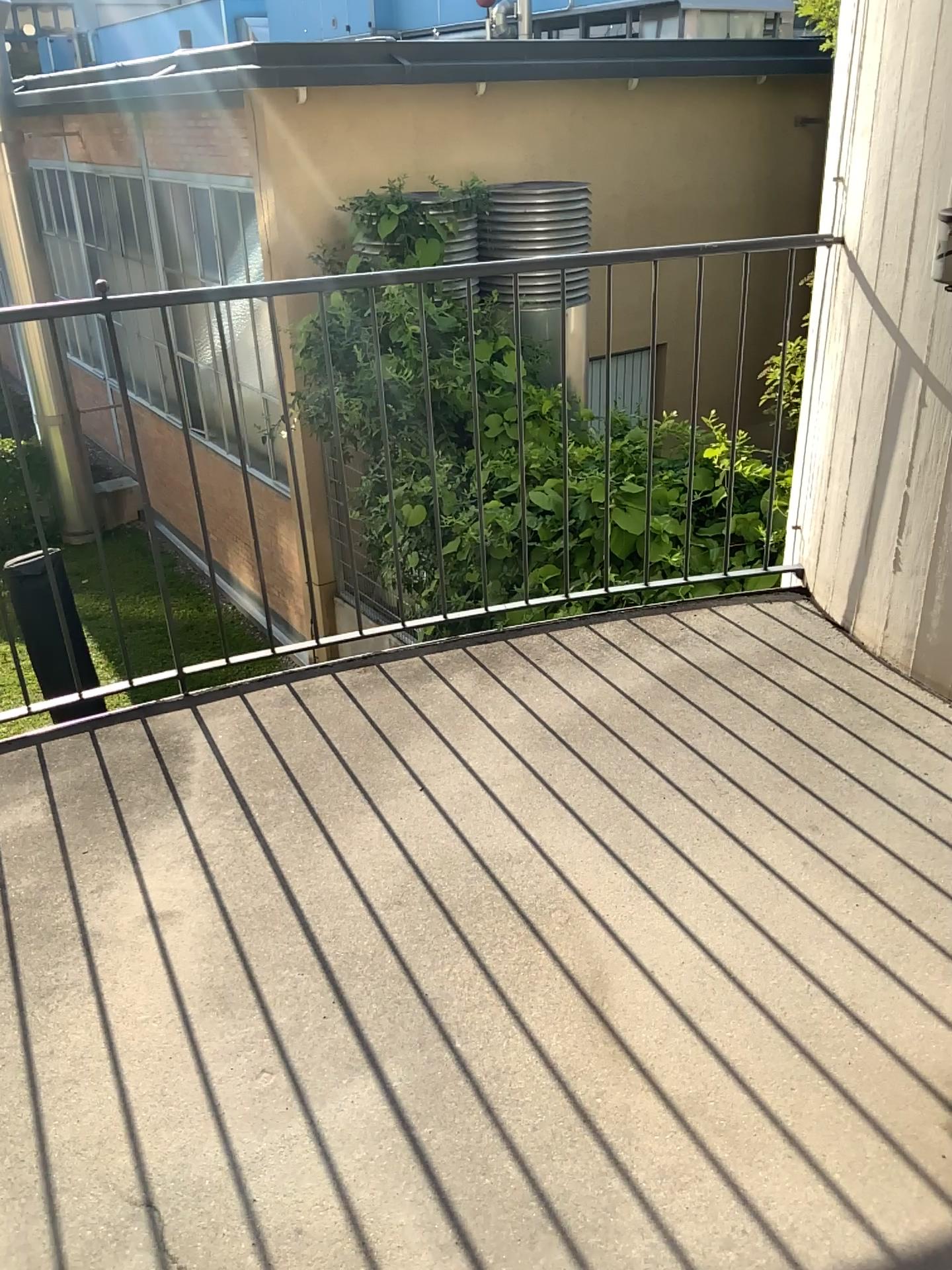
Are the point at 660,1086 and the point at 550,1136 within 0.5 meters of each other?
yes
